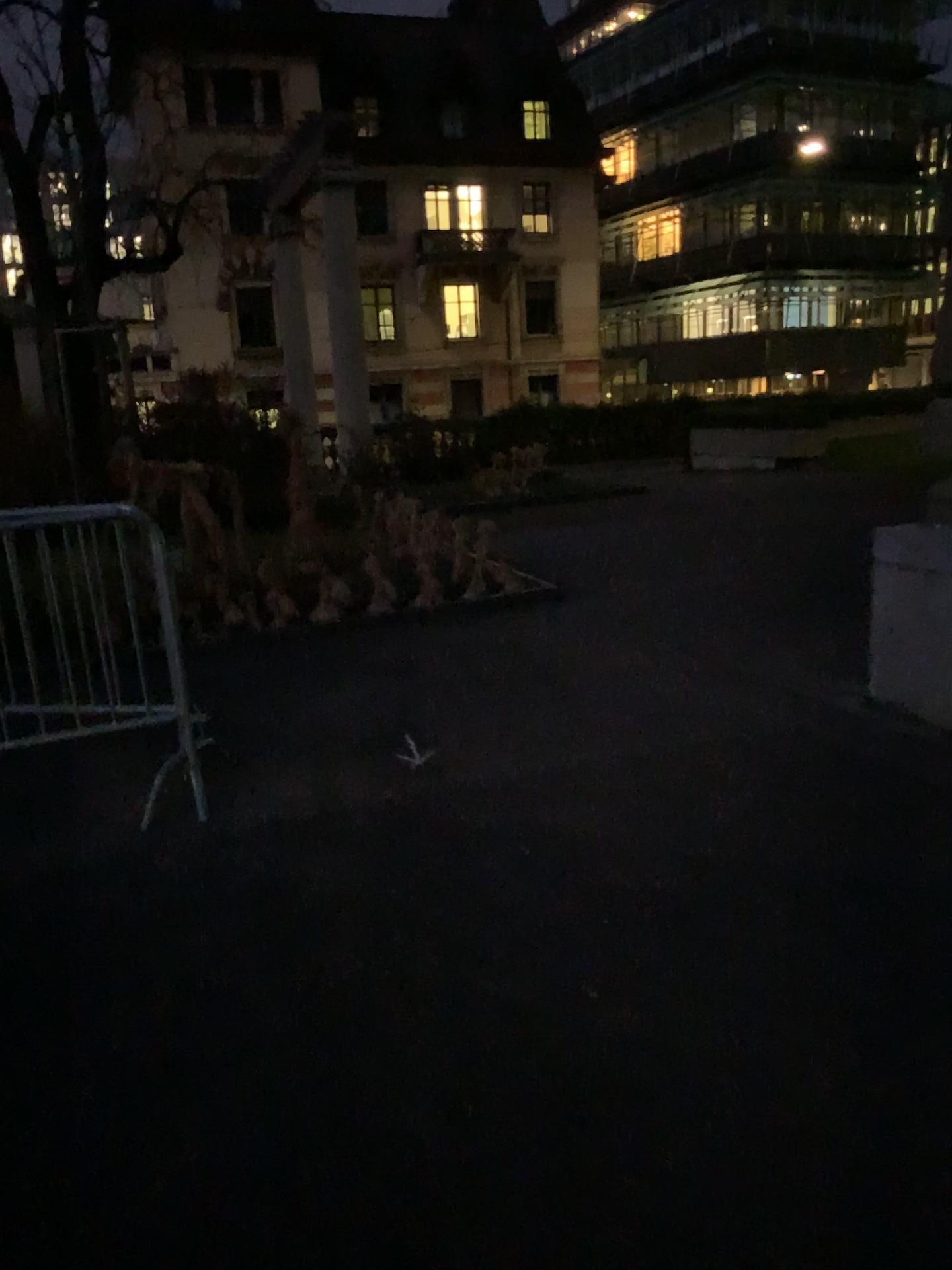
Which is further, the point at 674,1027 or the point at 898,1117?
the point at 674,1027
